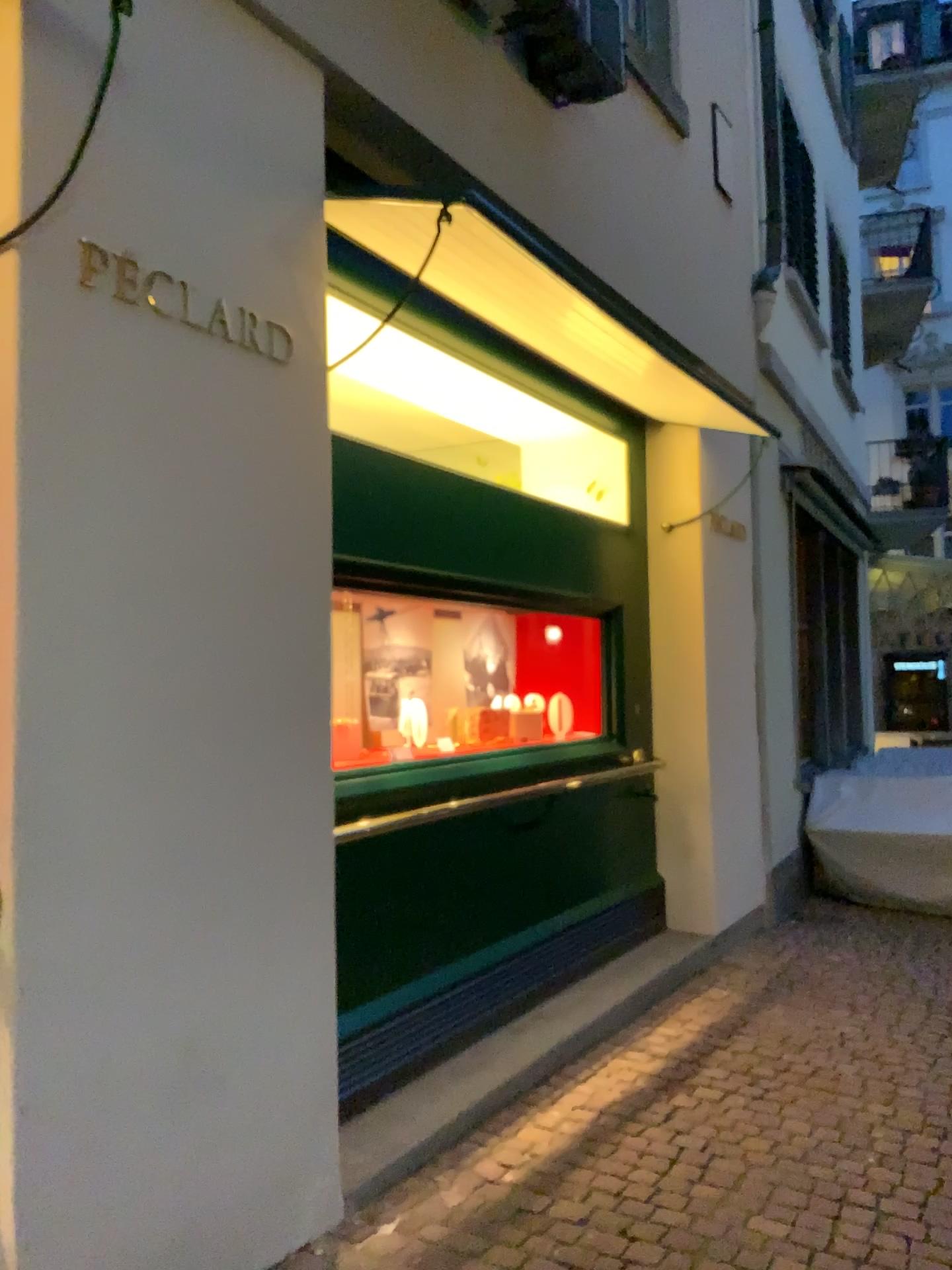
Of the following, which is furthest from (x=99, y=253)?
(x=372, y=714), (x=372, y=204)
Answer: (x=372, y=714)

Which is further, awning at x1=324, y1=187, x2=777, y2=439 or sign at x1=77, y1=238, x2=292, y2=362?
awning at x1=324, y1=187, x2=777, y2=439

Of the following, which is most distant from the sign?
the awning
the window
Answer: the window

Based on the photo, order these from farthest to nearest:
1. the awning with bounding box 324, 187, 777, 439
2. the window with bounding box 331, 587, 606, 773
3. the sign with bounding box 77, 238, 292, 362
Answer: the window with bounding box 331, 587, 606, 773 < the awning with bounding box 324, 187, 777, 439 < the sign with bounding box 77, 238, 292, 362

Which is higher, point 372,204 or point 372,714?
point 372,204

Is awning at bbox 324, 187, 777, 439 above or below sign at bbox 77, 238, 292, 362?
above

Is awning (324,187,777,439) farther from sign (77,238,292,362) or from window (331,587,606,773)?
window (331,587,606,773)

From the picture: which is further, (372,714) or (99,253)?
(372,714)

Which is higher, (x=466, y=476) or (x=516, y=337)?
(x=516, y=337)
